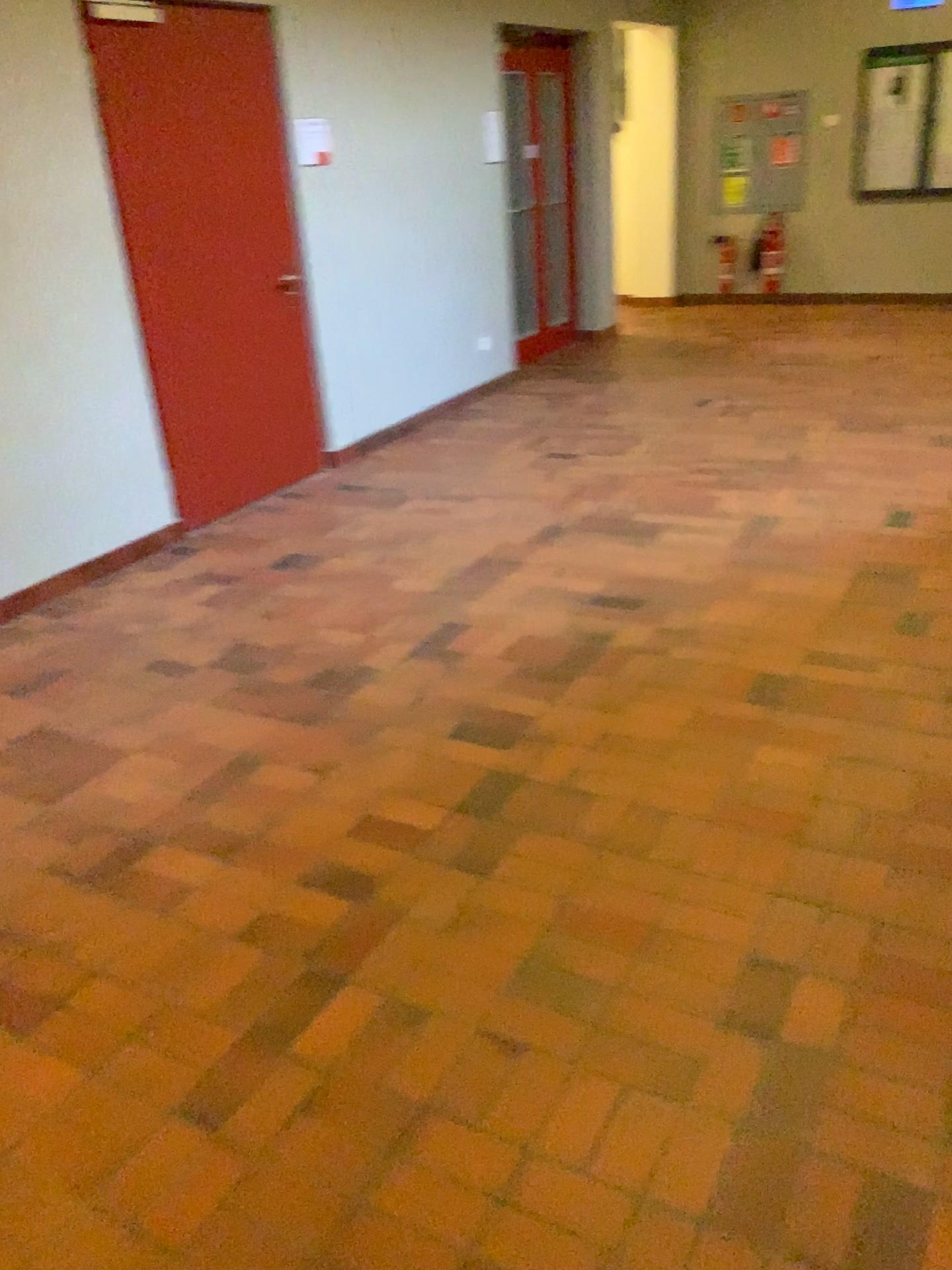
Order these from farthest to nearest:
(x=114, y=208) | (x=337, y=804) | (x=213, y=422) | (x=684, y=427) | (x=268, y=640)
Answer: (x=684, y=427) < (x=213, y=422) < (x=114, y=208) < (x=268, y=640) < (x=337, y=804)
